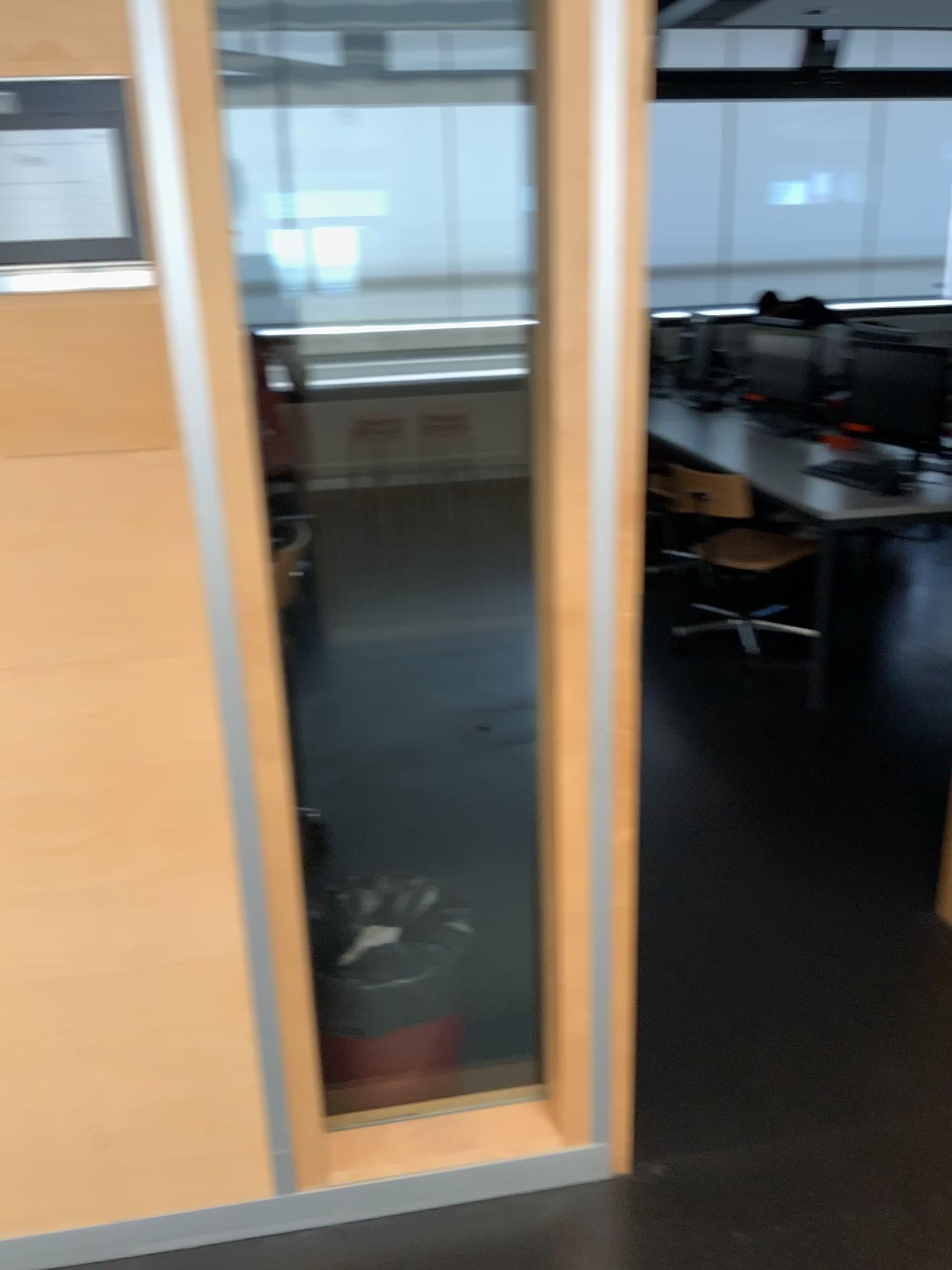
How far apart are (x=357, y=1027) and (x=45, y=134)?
1.6m

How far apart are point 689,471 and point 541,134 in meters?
3.0 m

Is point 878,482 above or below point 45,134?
below

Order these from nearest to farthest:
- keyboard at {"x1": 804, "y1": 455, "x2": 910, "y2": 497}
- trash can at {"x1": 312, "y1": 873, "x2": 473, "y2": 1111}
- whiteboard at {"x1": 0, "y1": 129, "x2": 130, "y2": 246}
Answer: whiteboard at {"x1": 0, "y1": 129, "x2": 130, "y2": 246}, trash can at {"x1": 312, "y1": 873, "x2": 473, "y2": 1111}, keyboard at {"x1": 804, "y1": 455, "x2": 910, "y2": 497}

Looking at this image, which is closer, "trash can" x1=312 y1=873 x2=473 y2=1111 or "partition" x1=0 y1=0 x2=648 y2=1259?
"partition" x1=0 y1=0 x2=648 y2=1259

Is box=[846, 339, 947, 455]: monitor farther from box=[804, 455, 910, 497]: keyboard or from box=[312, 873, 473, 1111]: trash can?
box=[312, 873, 473, 1111]: trash can

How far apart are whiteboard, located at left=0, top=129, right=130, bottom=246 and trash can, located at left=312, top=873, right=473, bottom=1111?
1.39m

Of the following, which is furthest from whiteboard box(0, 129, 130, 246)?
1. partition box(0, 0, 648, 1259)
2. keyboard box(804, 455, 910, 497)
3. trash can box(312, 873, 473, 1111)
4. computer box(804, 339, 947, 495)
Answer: computer box(804, 339, 947, 495)

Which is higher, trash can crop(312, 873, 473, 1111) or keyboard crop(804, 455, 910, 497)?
keyboard crop(804, 455, 910, 497)

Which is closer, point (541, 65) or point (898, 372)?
point (541, 65)
